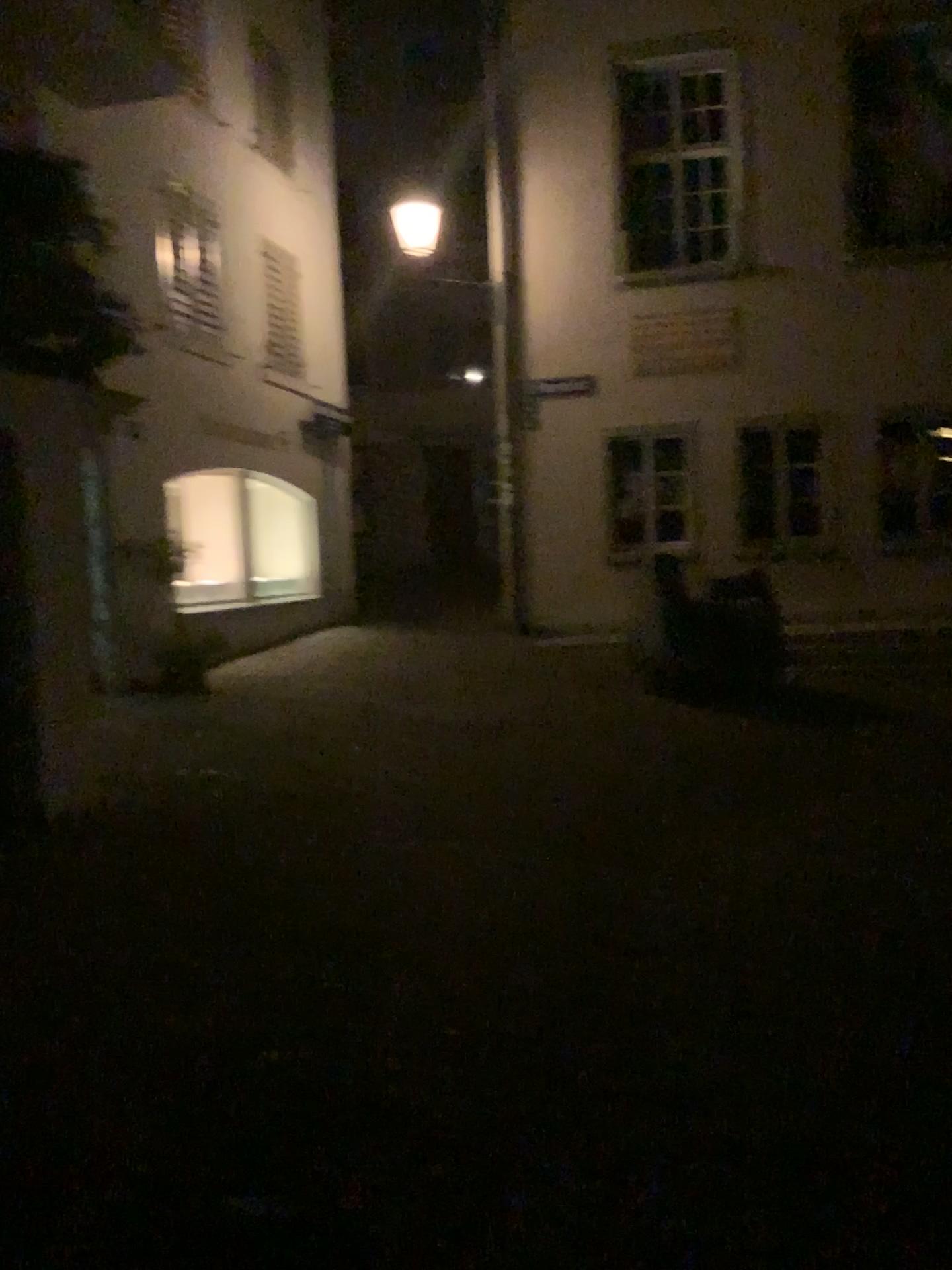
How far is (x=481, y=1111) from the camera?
2.79m
